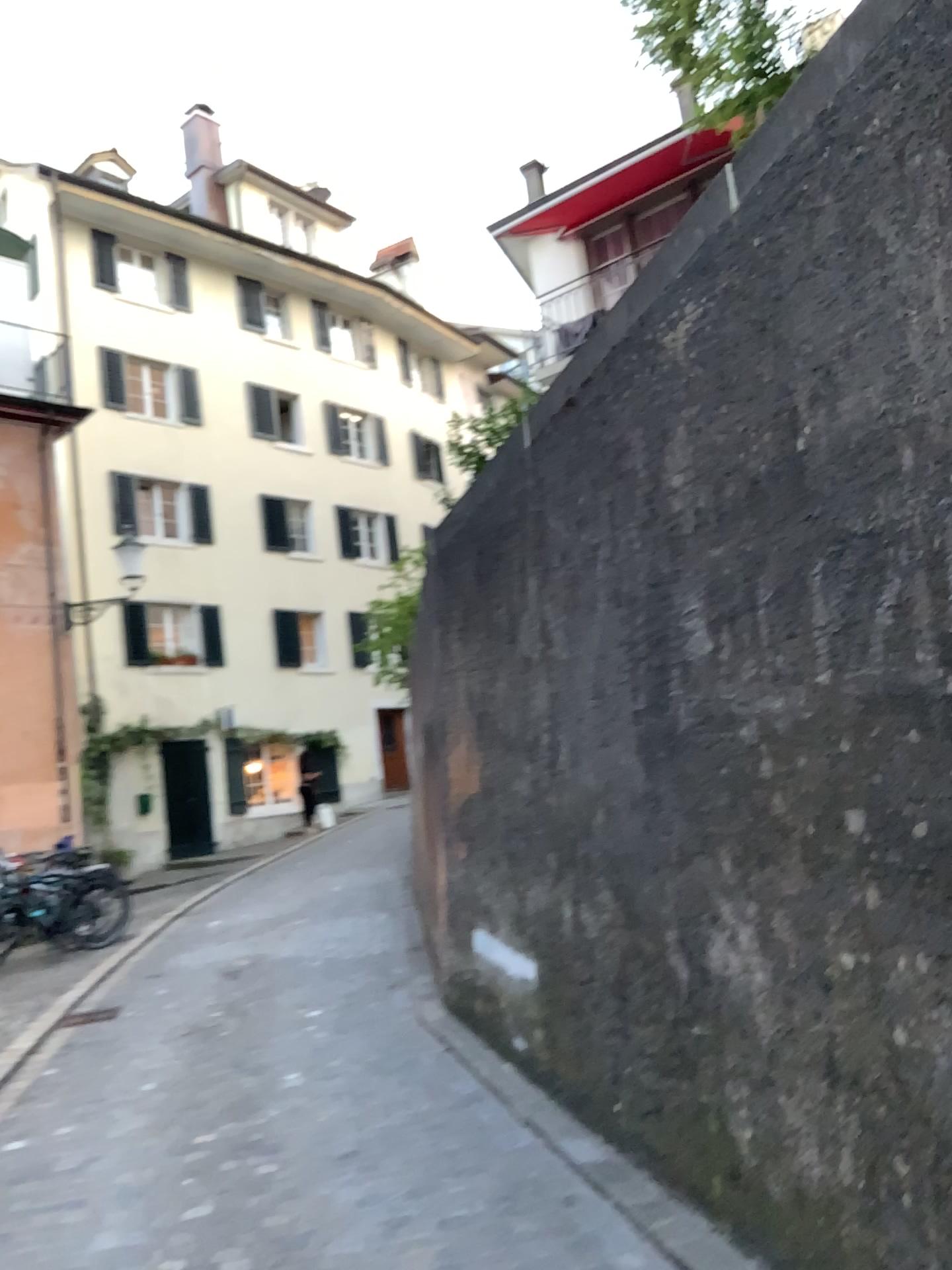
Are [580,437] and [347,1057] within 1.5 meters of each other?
no
